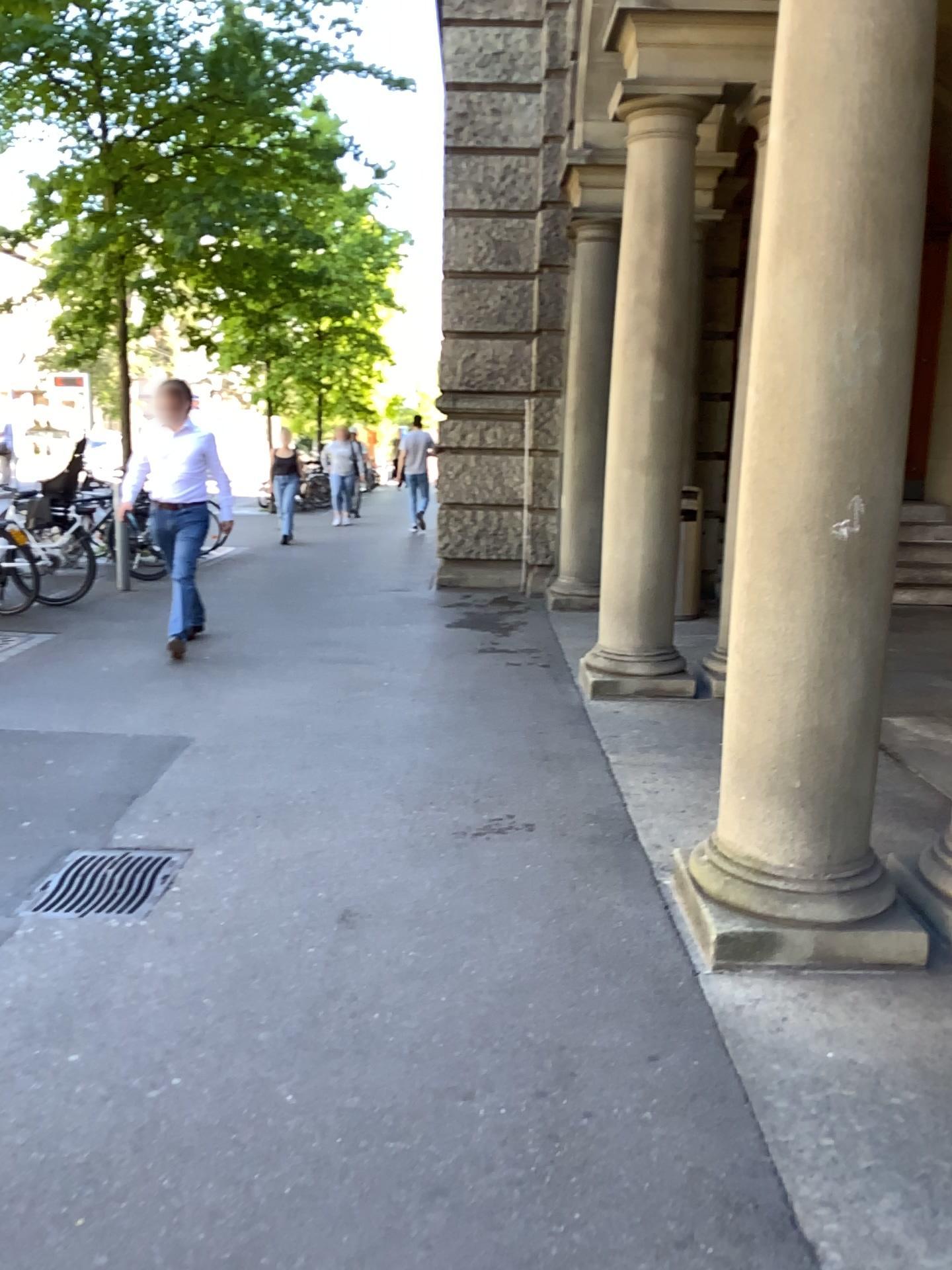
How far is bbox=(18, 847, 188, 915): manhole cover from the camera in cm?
323

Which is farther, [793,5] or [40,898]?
[40,898]

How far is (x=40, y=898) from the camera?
3.23m

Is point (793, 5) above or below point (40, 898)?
above

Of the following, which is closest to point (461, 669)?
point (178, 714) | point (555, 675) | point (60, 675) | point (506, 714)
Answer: point (555, 675)

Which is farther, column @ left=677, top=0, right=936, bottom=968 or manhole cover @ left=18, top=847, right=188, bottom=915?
manhole cover @ left=18, top=847, right=188, bottom=915
